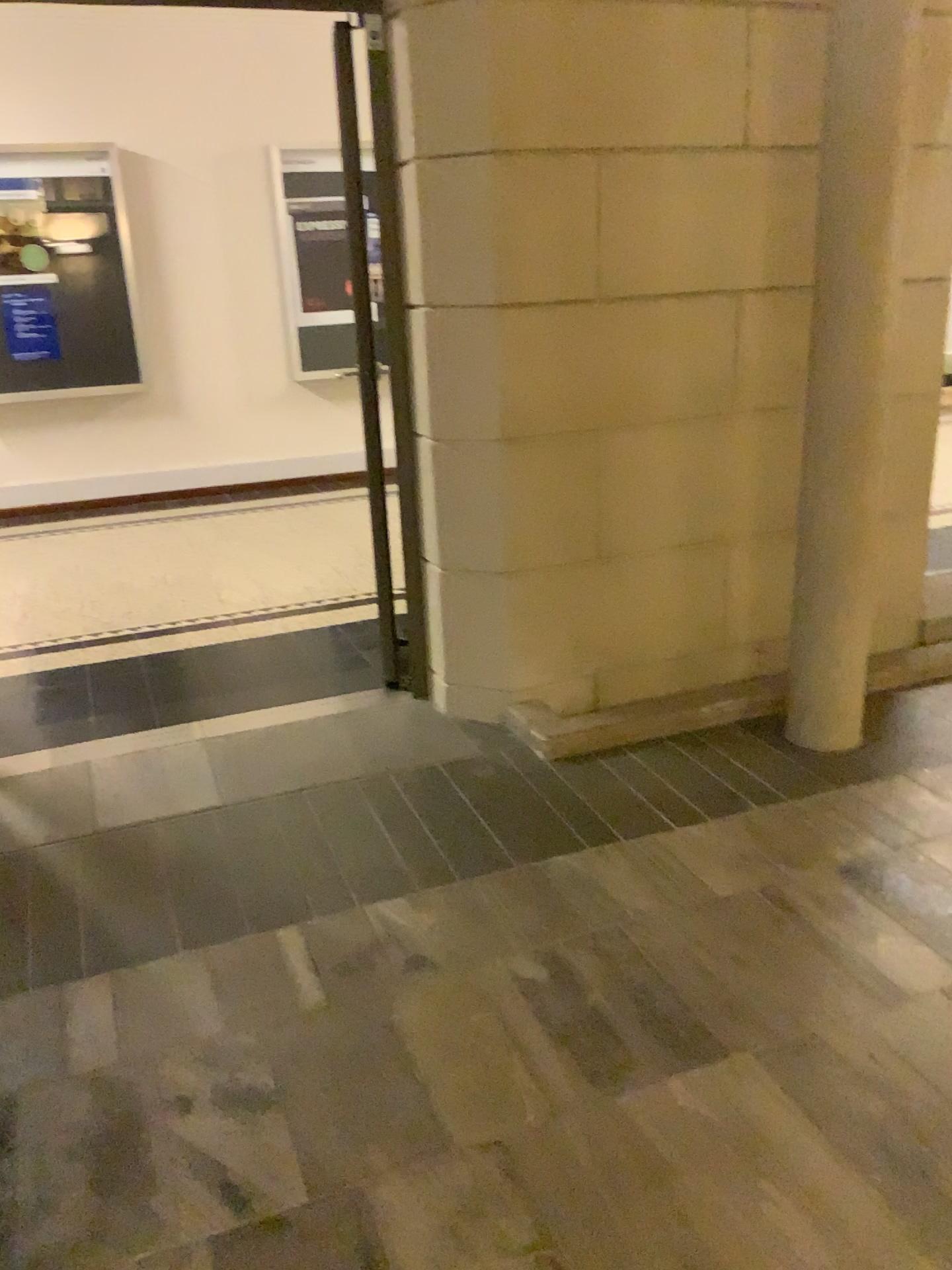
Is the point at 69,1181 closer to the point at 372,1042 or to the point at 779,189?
the point at 372,1042
